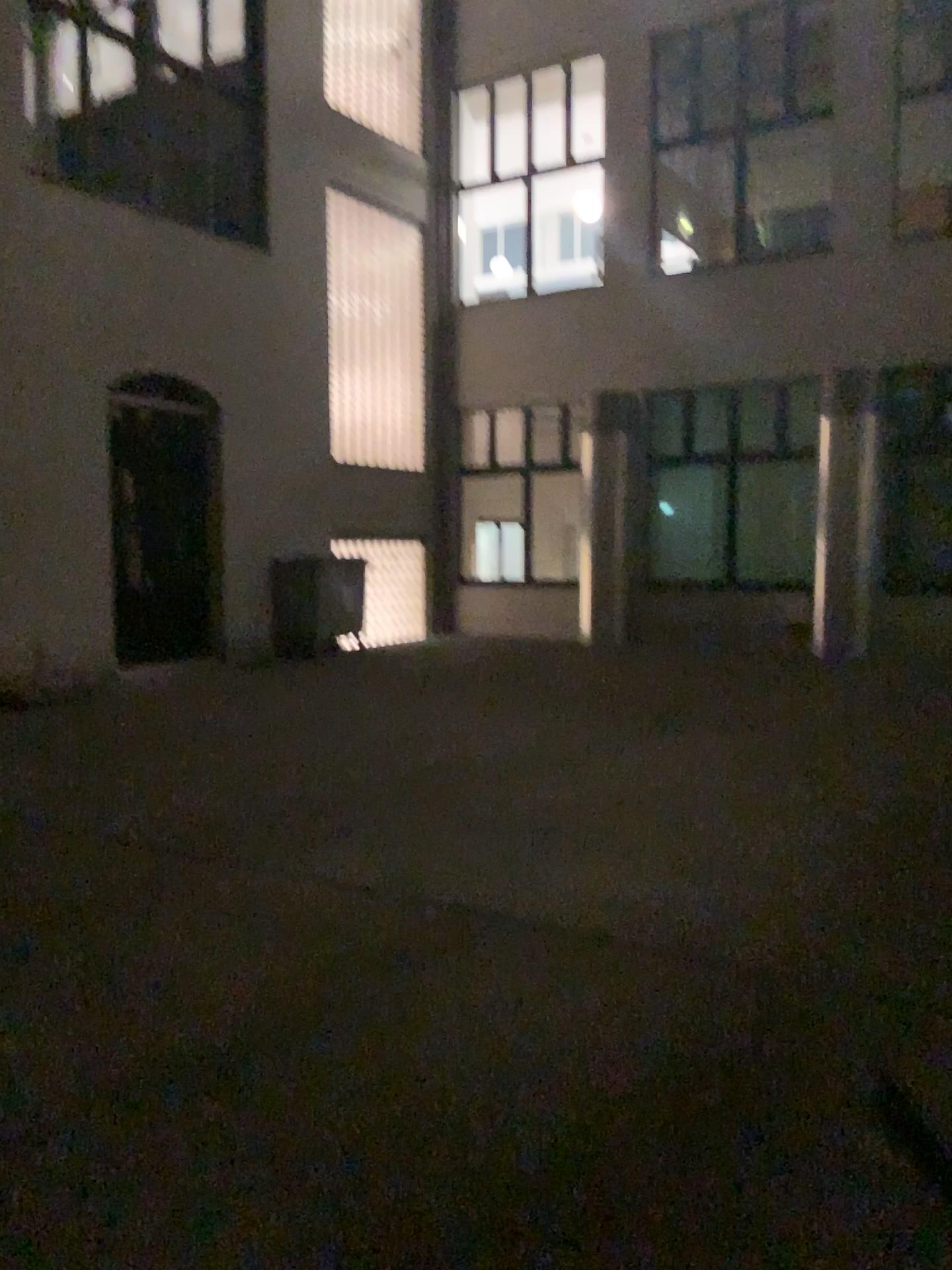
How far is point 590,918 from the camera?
3.7 meters
